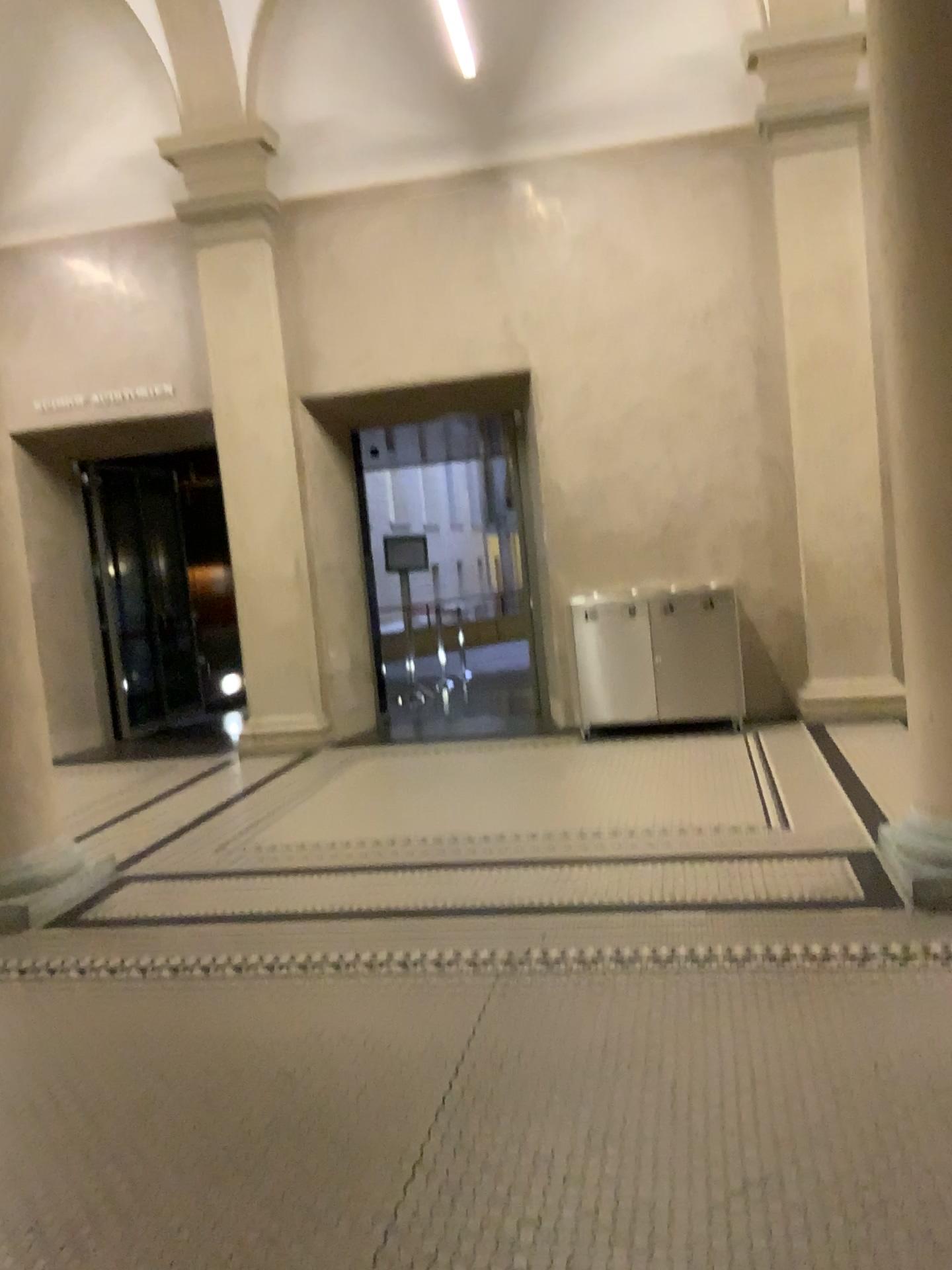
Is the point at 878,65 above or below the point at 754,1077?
above

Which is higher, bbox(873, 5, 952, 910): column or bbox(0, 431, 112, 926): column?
bbox(873, 5, 952, 910): column

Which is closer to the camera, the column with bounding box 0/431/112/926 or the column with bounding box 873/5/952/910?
the column with bounding box 873/5/952/910

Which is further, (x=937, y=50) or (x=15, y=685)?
(x=15, y=685)

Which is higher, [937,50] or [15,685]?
[937,50]
